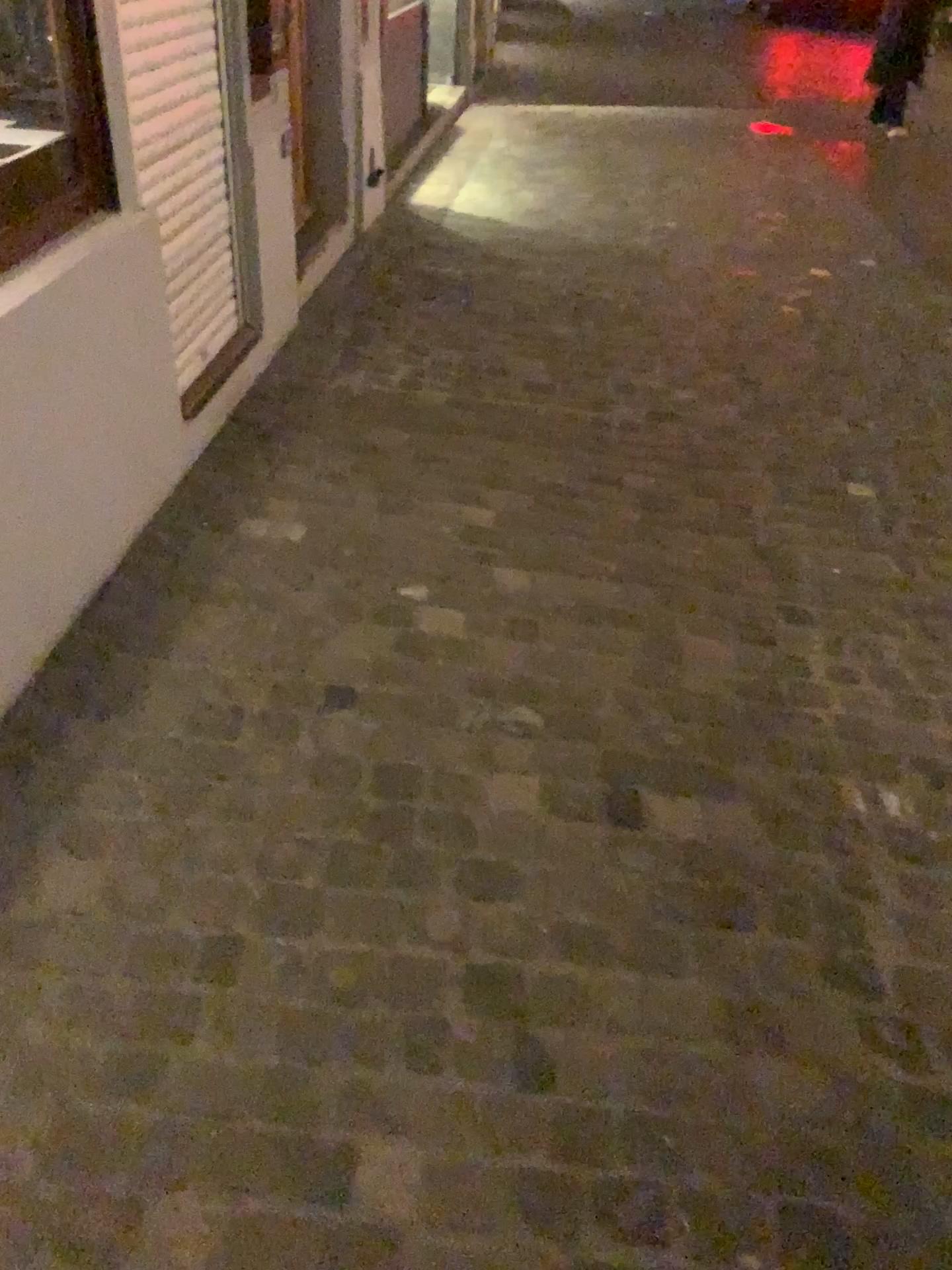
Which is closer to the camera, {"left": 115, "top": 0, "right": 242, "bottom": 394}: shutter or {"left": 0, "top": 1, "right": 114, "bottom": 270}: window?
{"left": 0, "top": 1, "right": 114, "bottom": 270}: window

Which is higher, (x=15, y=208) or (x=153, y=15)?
(x=153, y=15)

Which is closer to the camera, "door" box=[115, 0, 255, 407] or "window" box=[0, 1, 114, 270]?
"window" box=[0, 1, 114, 270]

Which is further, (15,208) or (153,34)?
(153,34)

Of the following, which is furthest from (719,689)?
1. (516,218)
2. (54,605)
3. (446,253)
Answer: (516,218)

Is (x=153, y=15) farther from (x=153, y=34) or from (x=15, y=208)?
(x=15, y=208)
